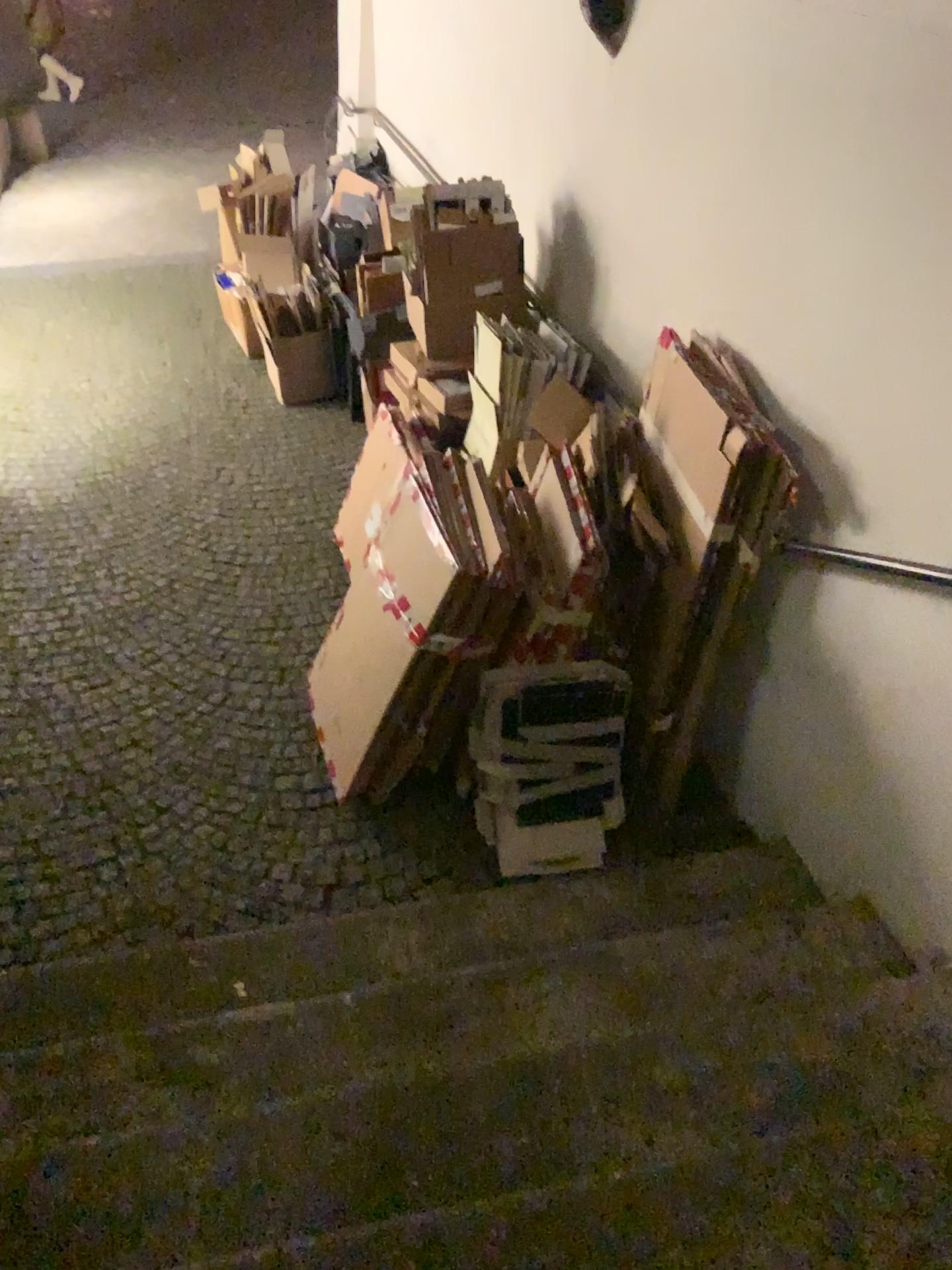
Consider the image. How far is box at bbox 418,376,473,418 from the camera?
3.8 meters

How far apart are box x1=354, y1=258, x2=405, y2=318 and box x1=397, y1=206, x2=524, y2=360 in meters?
1.1 m

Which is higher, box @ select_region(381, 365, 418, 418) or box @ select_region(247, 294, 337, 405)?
box @ select_region(381, 365, 418, 418)

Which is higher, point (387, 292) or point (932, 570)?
point (932, 570)

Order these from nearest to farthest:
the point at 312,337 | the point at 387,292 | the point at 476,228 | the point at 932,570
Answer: the point at 932,570 < the point at 476,228 < the point at 387,292 < the point at 312,337

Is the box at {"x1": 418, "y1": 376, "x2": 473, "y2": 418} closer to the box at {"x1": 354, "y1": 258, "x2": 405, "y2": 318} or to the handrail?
the box at {"x1": 354, "y1": 258, "x2": 405, "y2": 318}

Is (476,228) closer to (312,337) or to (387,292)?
(387,292)

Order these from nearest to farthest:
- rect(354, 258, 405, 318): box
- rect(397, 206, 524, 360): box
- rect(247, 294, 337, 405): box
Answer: rect(397, 206, 524, 360): box
rect(354, 258, 405, 318): box
rect(247, 294, 337, 405): box

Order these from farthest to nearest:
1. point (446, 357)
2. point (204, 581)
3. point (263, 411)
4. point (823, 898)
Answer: point (263, 411) < point (204, 581) < point (446, 357) < point (823, 898)

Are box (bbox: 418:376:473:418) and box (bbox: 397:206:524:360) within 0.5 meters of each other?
yes
